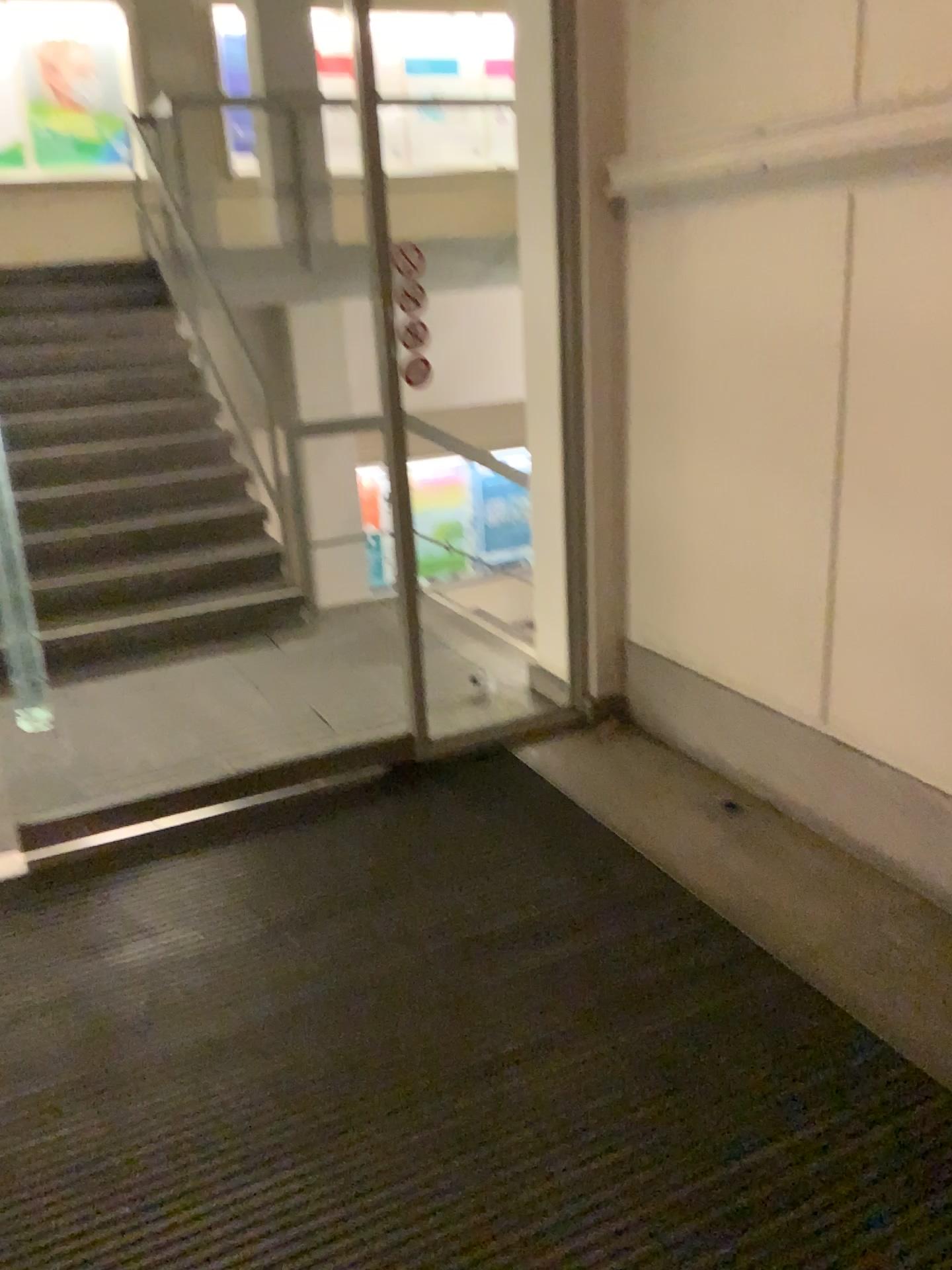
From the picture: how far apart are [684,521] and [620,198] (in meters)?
1.02
